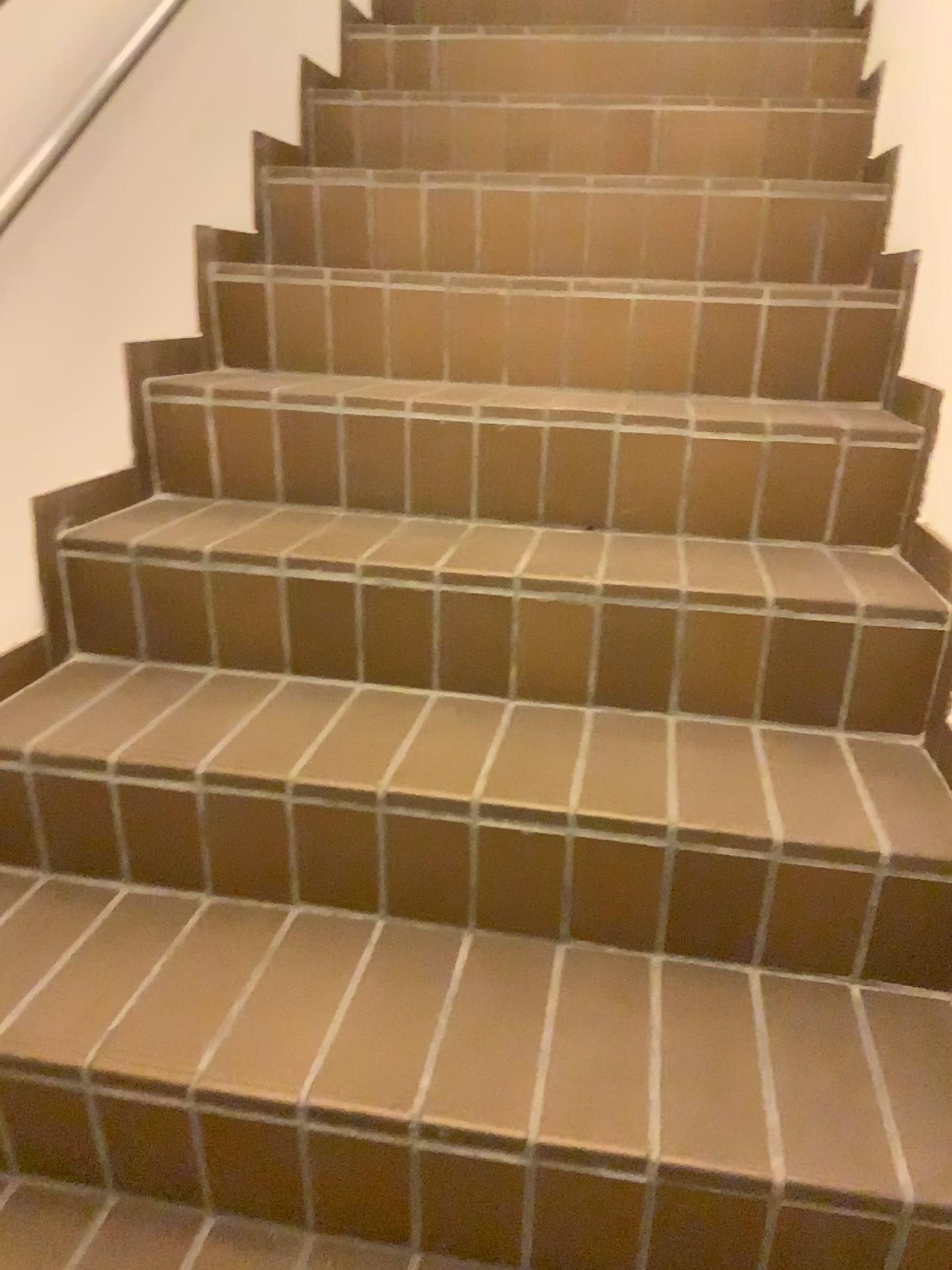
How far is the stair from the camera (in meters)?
0.94

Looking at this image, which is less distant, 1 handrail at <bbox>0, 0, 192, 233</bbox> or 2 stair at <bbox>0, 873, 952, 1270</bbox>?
2 stair at <bbox>0, 873, 952, 1270</bbox>

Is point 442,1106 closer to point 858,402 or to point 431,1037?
point 431,1037

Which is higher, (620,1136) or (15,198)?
(15,198)

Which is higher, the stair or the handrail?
the handrail

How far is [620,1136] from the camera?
0.9m

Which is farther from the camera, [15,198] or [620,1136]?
[15,198]
